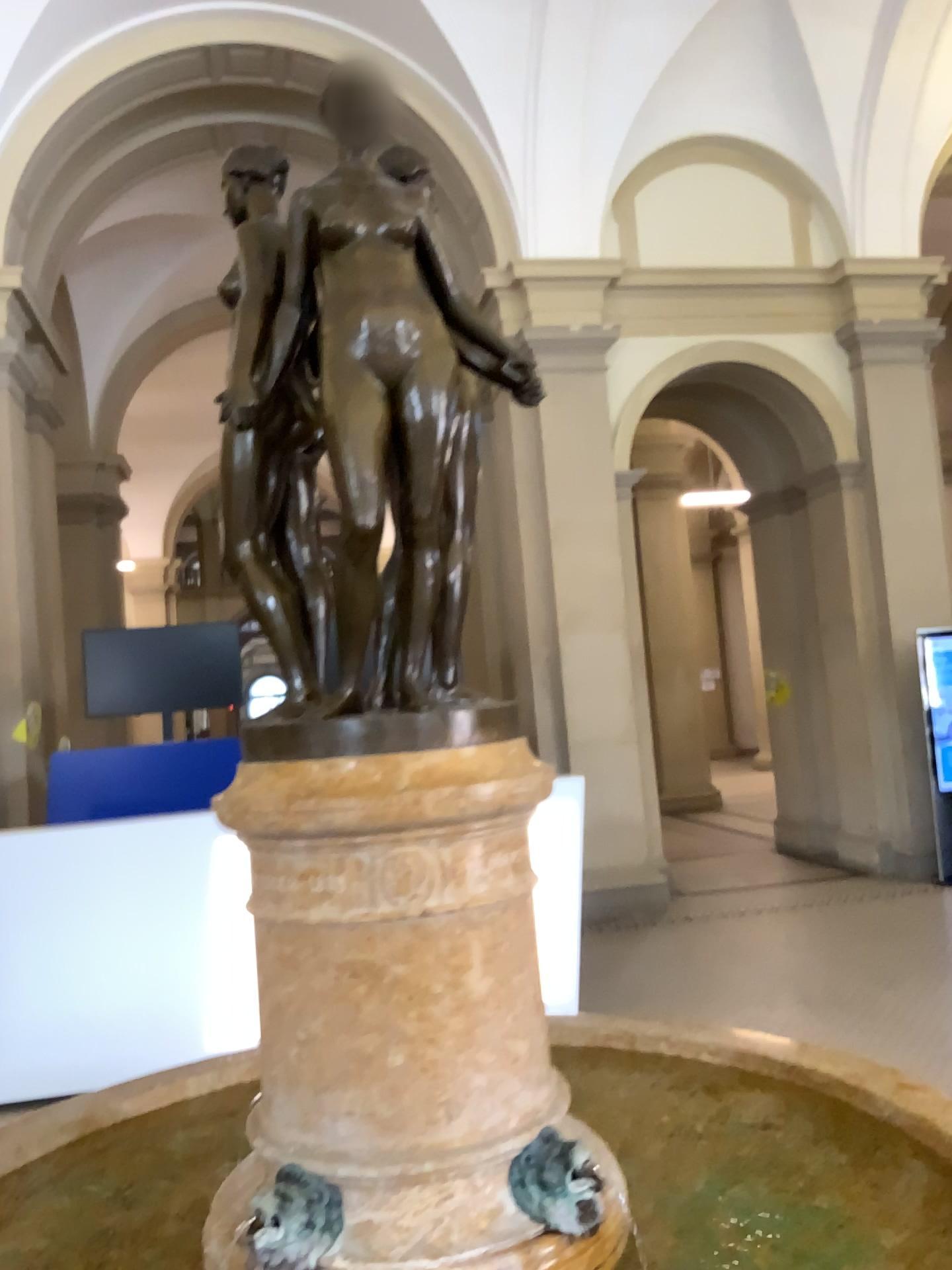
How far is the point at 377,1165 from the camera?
1.46m

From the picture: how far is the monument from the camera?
1.5 meters

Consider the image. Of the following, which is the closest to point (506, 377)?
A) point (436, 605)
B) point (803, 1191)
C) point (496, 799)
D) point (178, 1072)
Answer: point (436, 605)

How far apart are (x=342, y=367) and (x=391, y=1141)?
1.1m

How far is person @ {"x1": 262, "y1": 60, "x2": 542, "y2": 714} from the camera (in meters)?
1.52

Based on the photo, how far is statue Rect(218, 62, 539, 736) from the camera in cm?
152

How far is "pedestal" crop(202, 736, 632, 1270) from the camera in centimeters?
146cm

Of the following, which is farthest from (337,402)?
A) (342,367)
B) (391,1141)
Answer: (391,1141)
